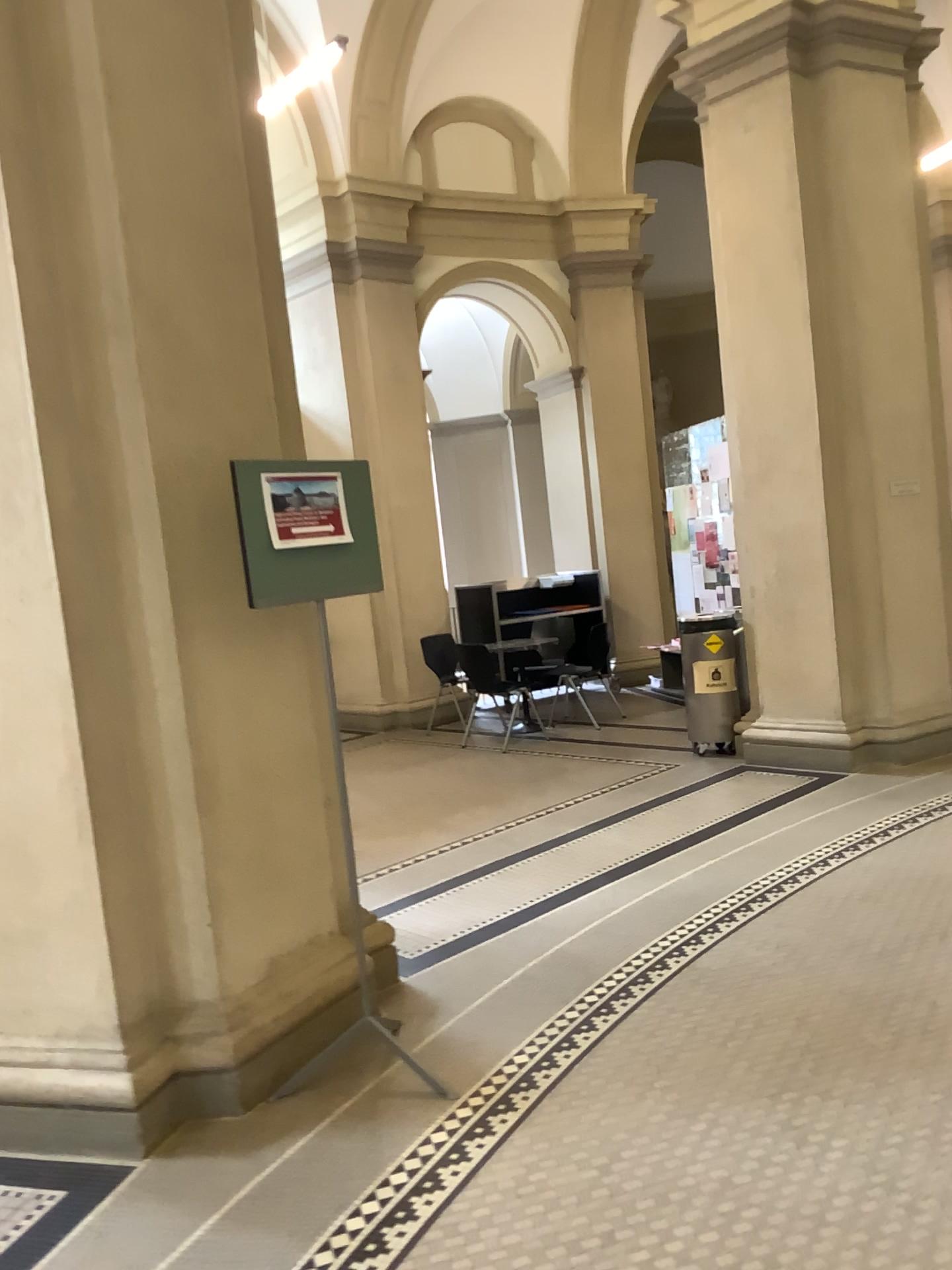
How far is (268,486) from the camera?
2.9m

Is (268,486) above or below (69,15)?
below

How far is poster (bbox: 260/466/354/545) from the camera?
2.9m

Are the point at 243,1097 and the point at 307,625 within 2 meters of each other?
yes
